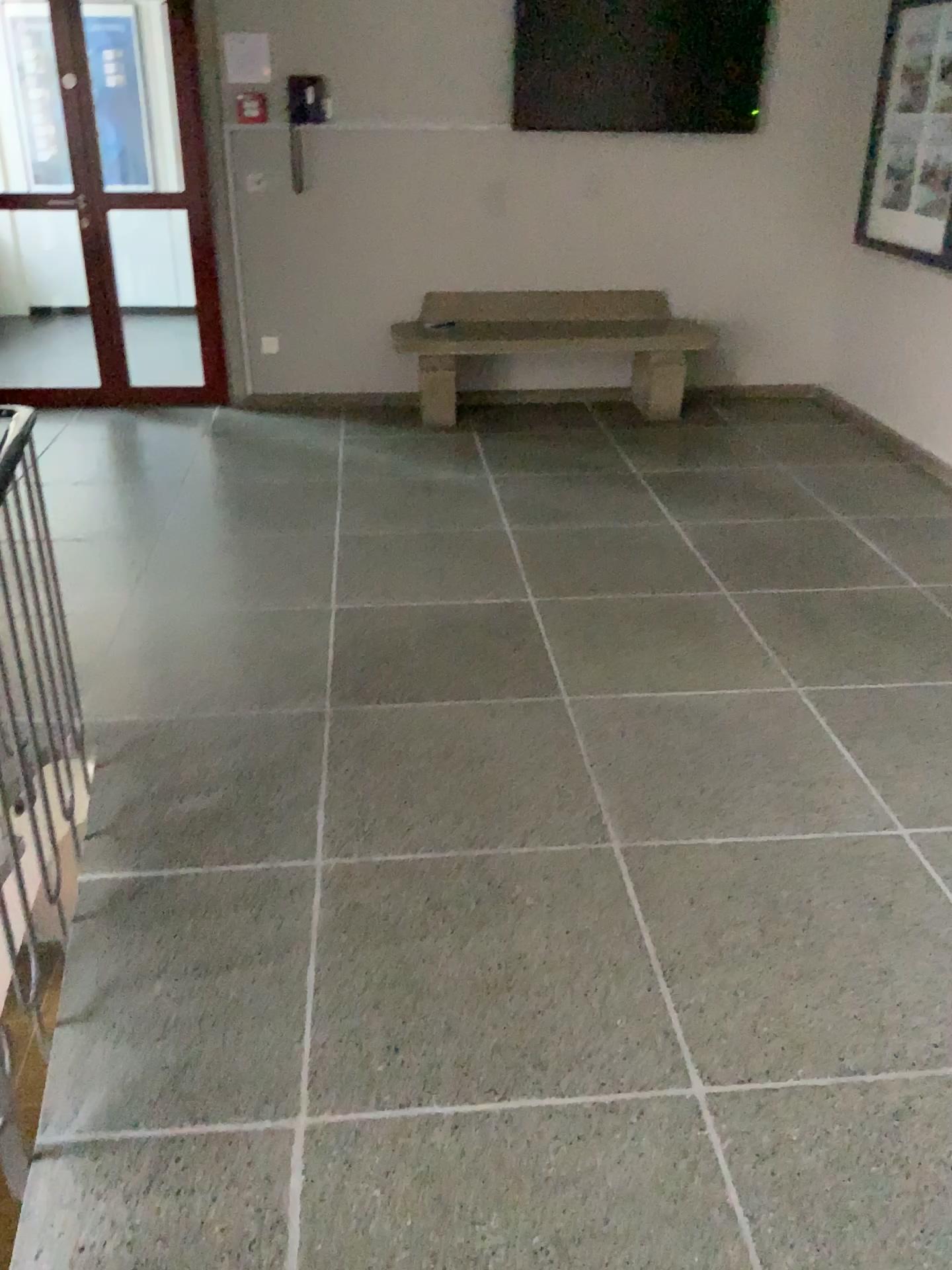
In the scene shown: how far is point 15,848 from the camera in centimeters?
191cm

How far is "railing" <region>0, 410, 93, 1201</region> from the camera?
1.9 meters

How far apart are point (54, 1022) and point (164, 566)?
2.2m
